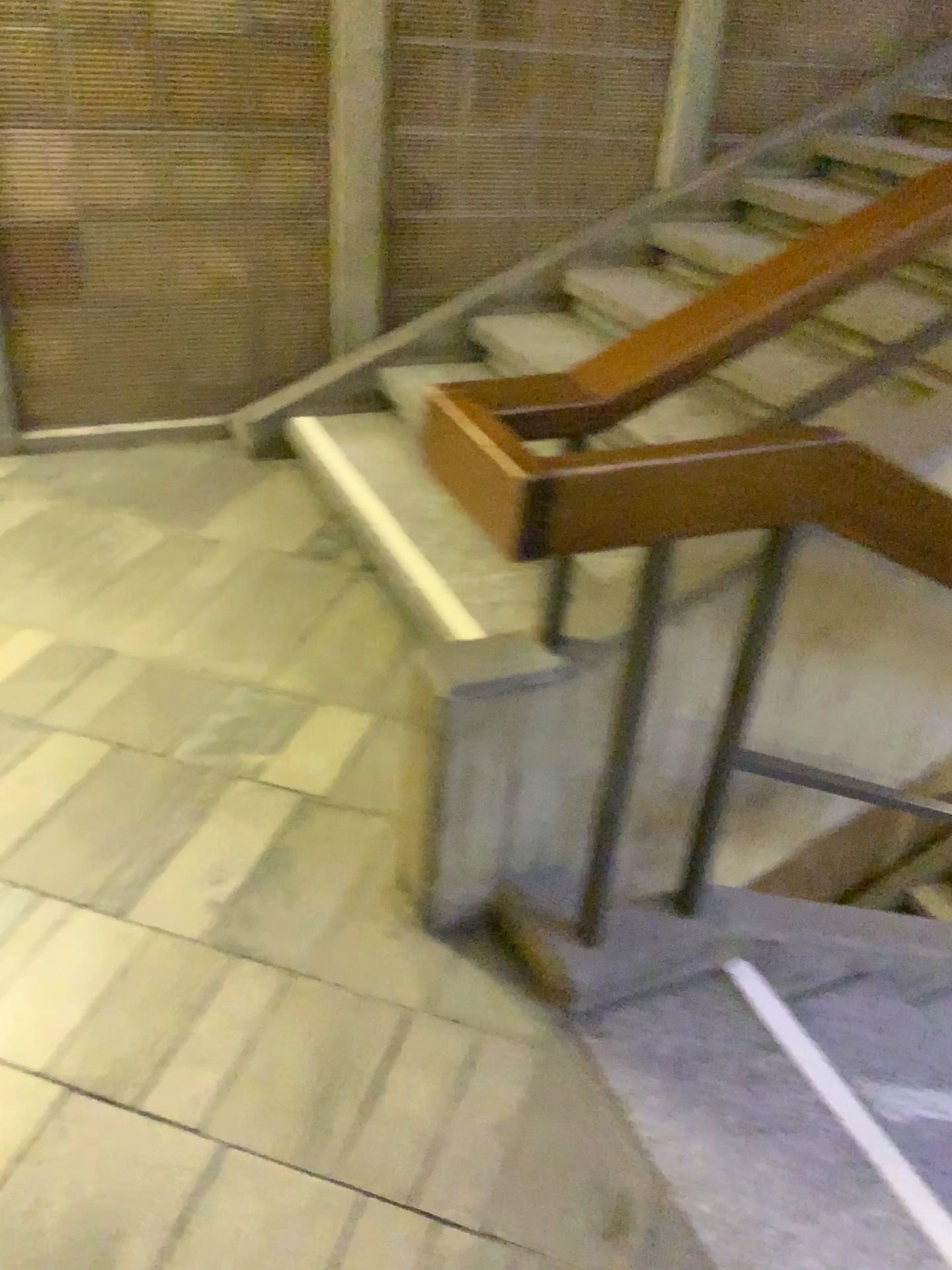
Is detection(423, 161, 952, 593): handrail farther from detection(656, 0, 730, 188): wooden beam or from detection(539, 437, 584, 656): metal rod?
detection(656, 0, 730, 188): wooden beam

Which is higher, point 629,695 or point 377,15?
point 377,15

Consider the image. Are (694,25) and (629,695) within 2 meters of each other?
no

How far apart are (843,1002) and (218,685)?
1.44m

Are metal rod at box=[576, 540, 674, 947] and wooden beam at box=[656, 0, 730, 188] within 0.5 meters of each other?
no

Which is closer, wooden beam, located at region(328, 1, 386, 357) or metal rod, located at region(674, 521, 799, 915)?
metal rod, located at region(674, 521, 799, 915)

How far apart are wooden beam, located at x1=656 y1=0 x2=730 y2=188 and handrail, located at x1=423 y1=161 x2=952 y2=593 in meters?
2.4 m

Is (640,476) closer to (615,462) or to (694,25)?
(615,462)

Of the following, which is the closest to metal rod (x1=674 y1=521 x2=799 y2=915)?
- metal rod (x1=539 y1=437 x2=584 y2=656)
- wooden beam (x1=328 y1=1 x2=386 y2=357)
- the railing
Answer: the railing

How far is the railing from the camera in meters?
1.3
